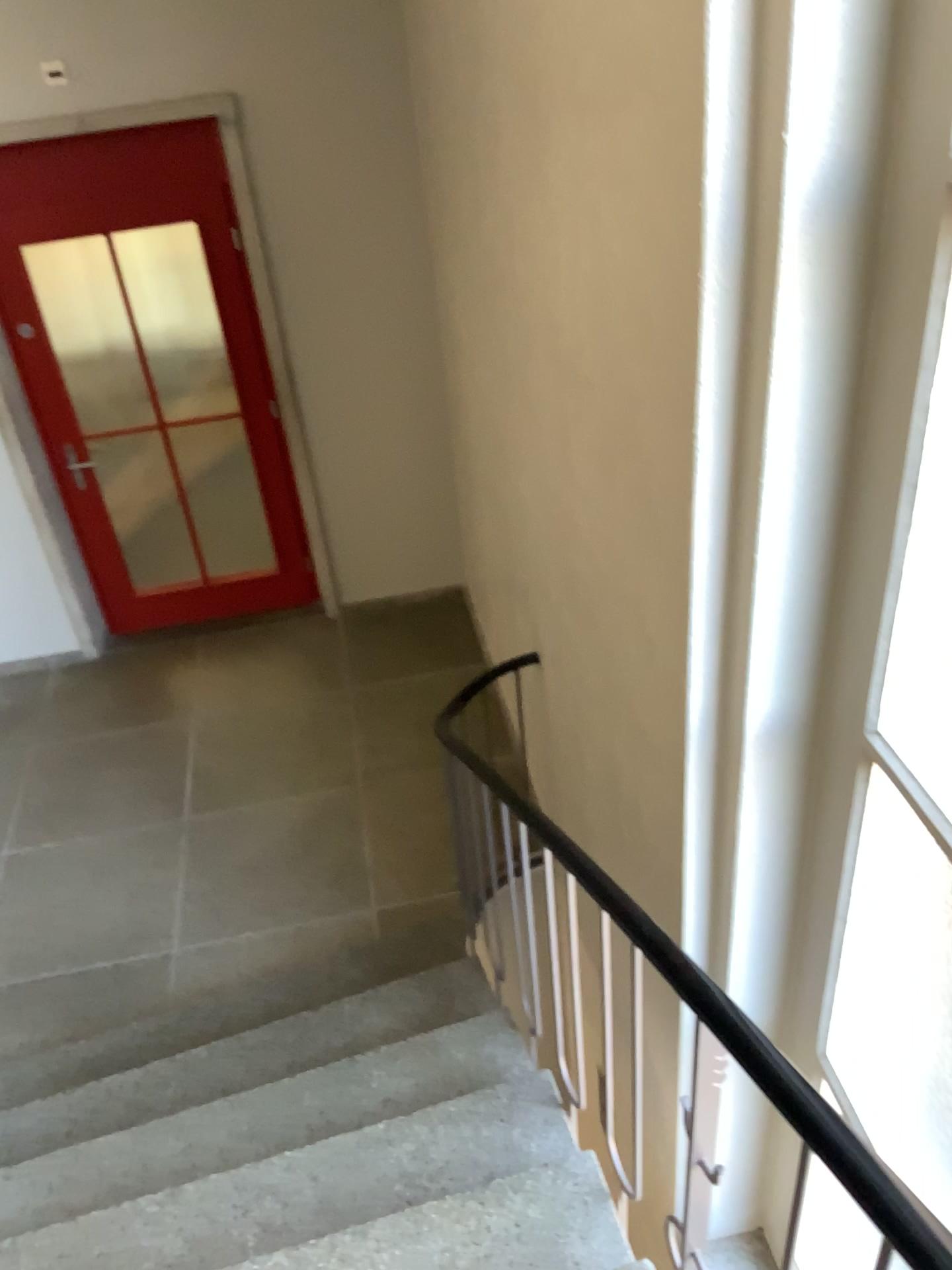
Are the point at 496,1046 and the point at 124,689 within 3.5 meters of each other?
yes
